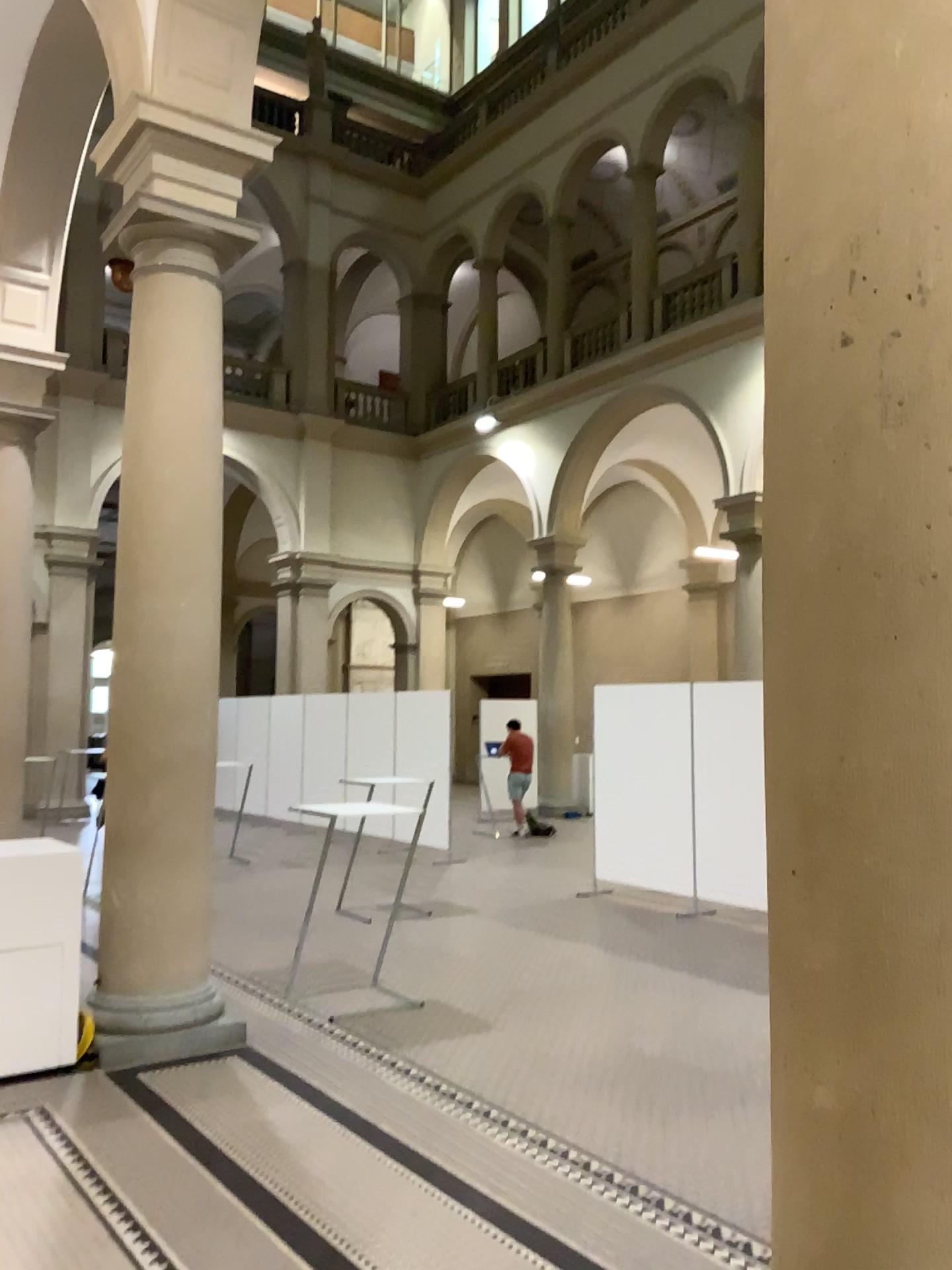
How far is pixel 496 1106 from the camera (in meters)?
4.27
